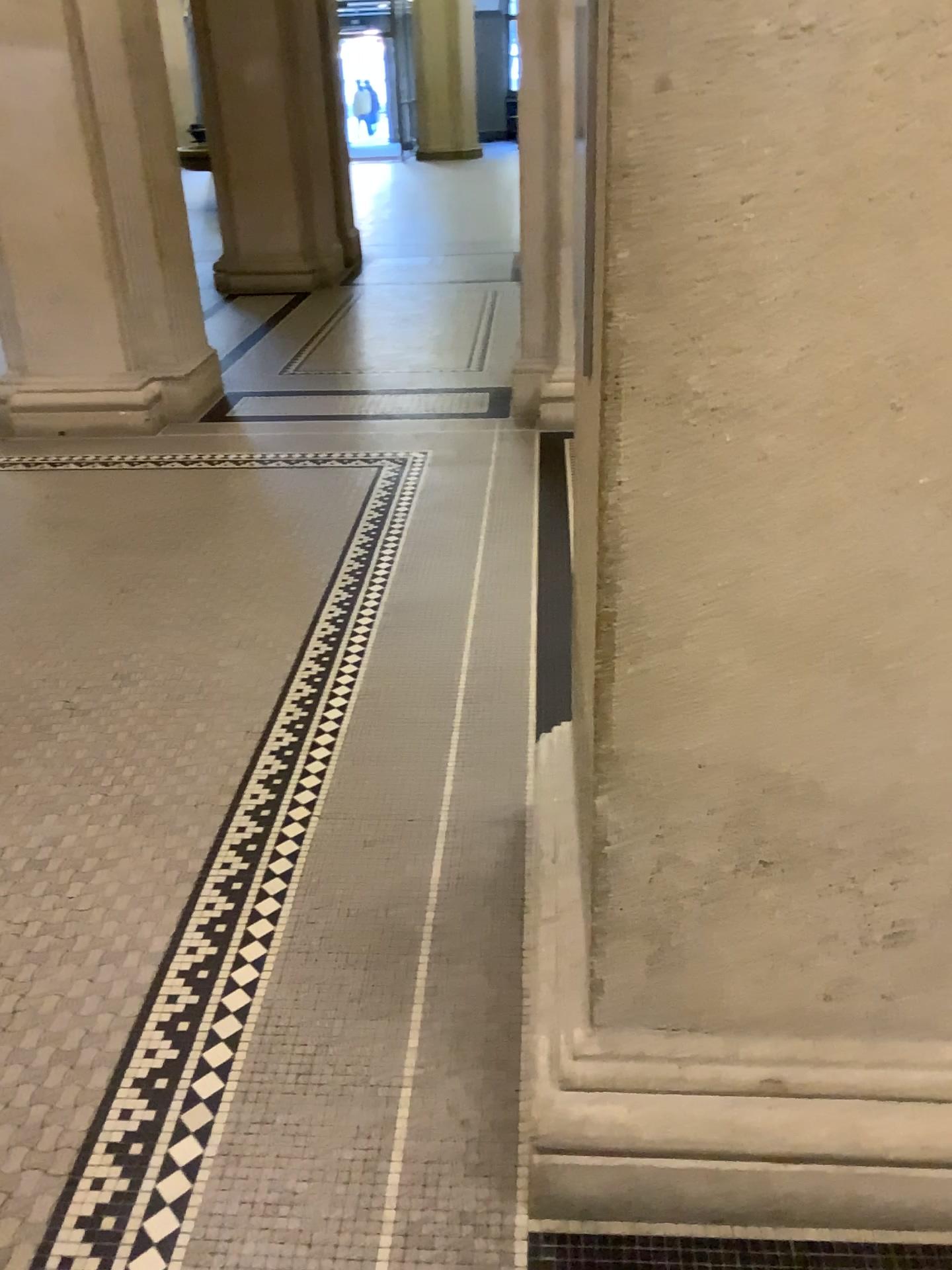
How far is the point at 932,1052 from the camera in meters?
1.5

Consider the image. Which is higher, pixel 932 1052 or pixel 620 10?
pixel 620 10

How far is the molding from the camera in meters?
1.5

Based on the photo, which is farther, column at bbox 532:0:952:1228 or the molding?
the molding

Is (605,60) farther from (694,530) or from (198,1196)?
(198,1196)

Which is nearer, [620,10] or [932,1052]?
[620,10]
